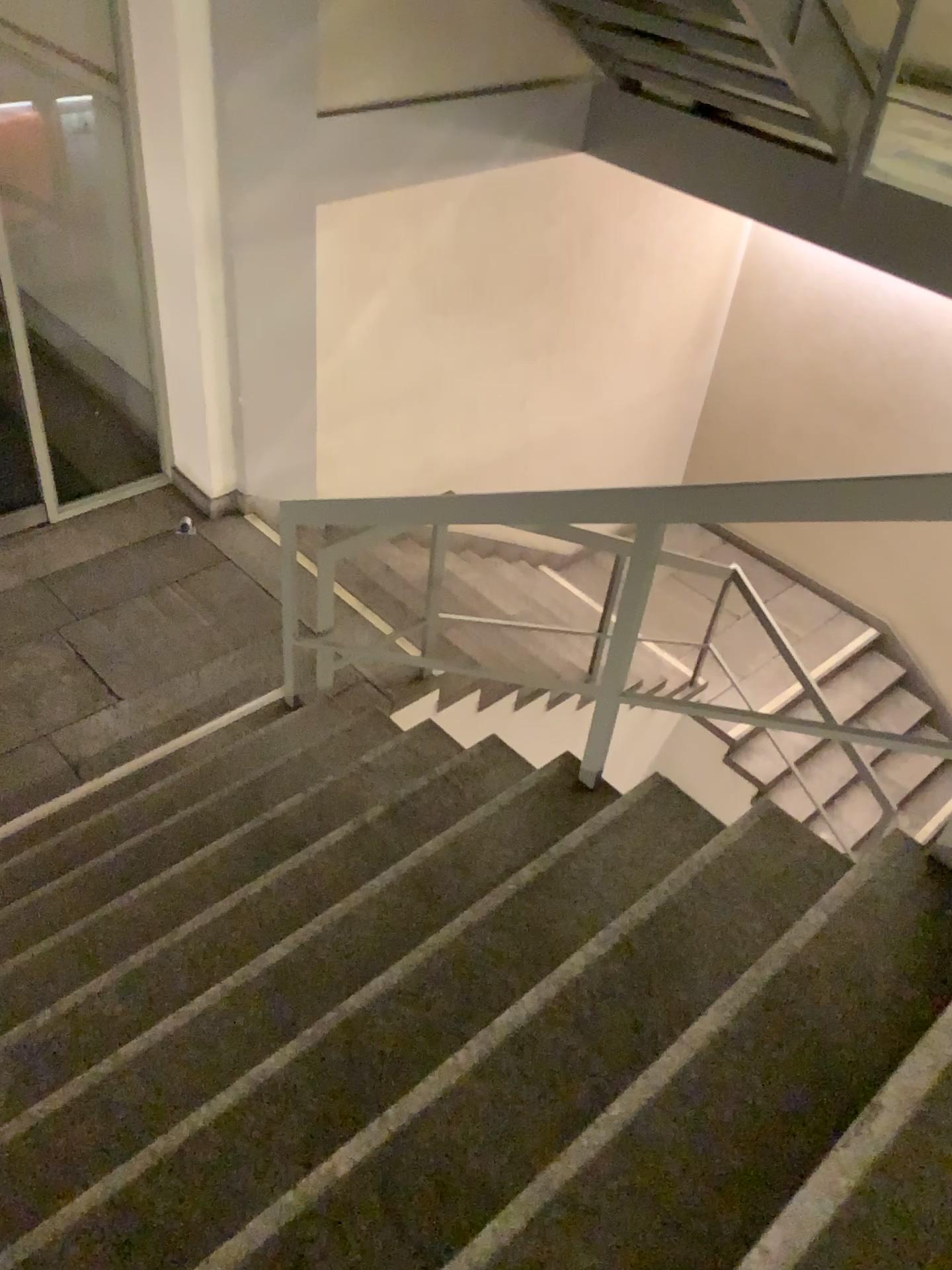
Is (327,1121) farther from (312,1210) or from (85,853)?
(85,853)

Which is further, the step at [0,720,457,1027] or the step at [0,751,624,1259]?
the step at [0,720,457,1027]

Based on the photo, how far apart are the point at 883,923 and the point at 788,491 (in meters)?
0.86

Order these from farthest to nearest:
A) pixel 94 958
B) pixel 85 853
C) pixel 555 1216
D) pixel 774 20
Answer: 1. pixel 774 20
2. pixel 85 853
3. pixel 94 958
4. pixel 555 1216

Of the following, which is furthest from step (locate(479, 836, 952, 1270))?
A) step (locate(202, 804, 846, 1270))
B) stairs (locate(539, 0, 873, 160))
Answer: stairs (locate(539, 0, 873, 160))

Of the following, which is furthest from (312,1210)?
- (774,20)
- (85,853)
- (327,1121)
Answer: (774,20)

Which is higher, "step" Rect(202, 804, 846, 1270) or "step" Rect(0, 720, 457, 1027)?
"step" Rect(202, 804, 846, 1270)

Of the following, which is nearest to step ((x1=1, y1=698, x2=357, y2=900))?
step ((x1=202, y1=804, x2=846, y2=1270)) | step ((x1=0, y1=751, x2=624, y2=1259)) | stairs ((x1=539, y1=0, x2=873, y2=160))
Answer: step ((x1=0, y1=751, x2=624, y2=1259))

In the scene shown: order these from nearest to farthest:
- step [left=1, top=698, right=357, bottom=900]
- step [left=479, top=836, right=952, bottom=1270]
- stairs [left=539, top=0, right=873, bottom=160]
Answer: step [left=479, top=836, right=952, bottom=1270] → step [left=1, top=698, right=357, bottom=900] → stairs [left=539, top=0, right=873, bottom=160]

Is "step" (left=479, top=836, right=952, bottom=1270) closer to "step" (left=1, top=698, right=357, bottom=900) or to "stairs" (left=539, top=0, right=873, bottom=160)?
"step" (left=1, top=698, right=357, bottom=900)
